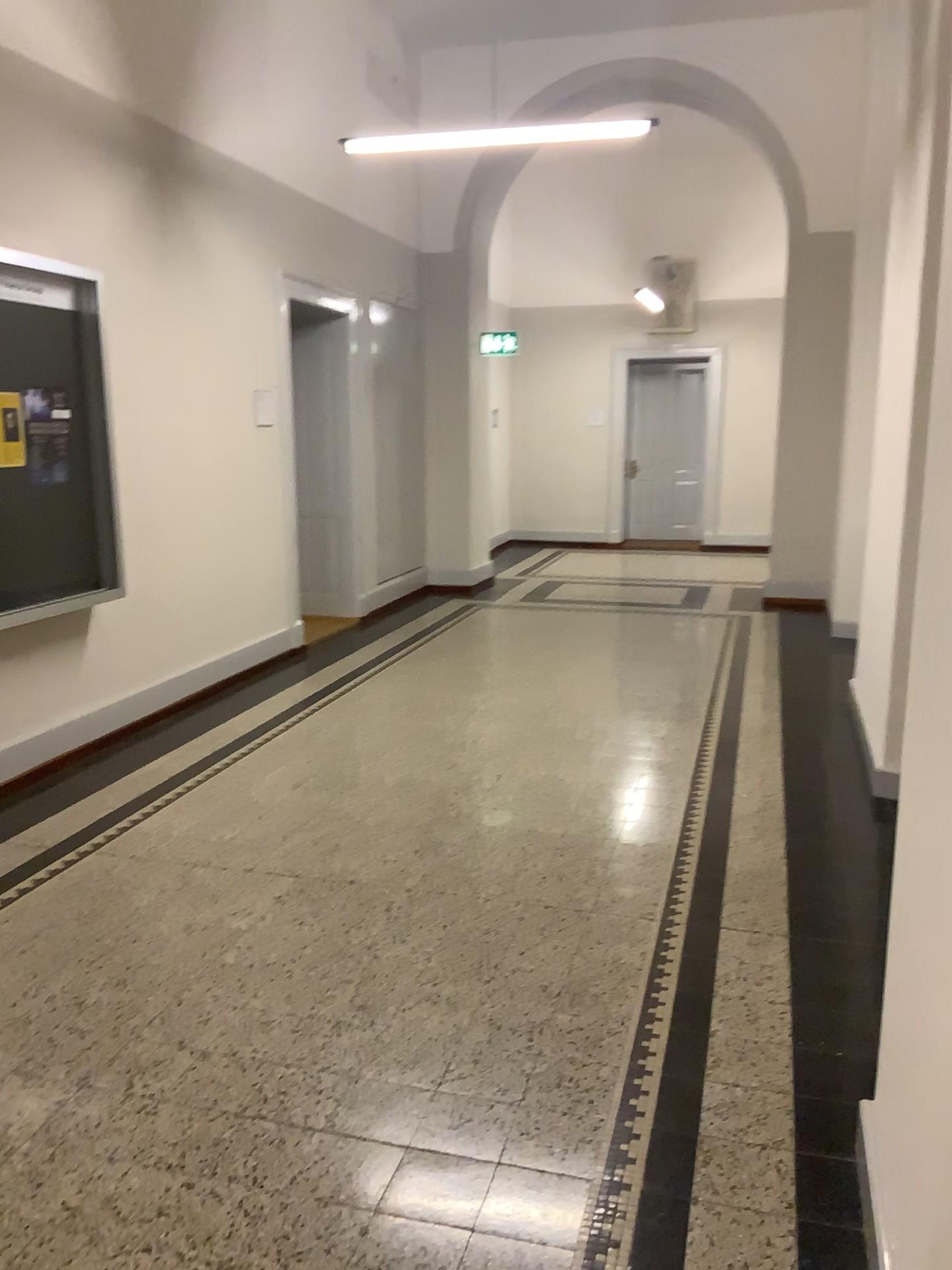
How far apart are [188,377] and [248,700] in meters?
1.7

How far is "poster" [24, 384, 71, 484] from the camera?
4.4 meters

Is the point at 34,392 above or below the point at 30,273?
below

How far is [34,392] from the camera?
4.4m
